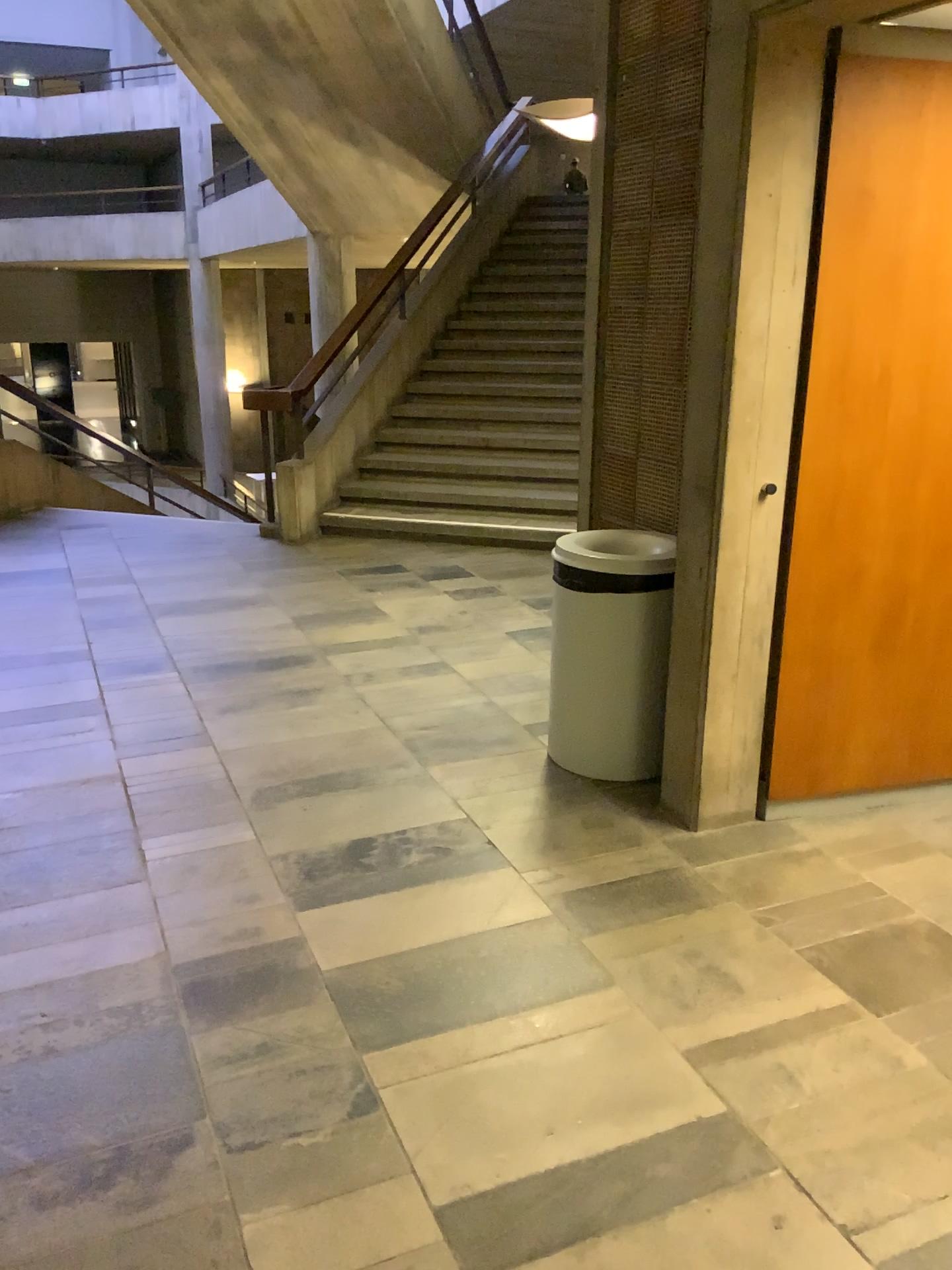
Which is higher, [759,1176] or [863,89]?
[863,89]

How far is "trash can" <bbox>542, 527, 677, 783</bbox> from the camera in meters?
3.2

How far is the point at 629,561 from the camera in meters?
3.2

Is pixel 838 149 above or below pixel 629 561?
above

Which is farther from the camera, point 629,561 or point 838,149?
point 629,561

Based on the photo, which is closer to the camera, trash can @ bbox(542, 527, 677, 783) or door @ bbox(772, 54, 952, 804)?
door @ bbox(772, 54, 952, 804)
